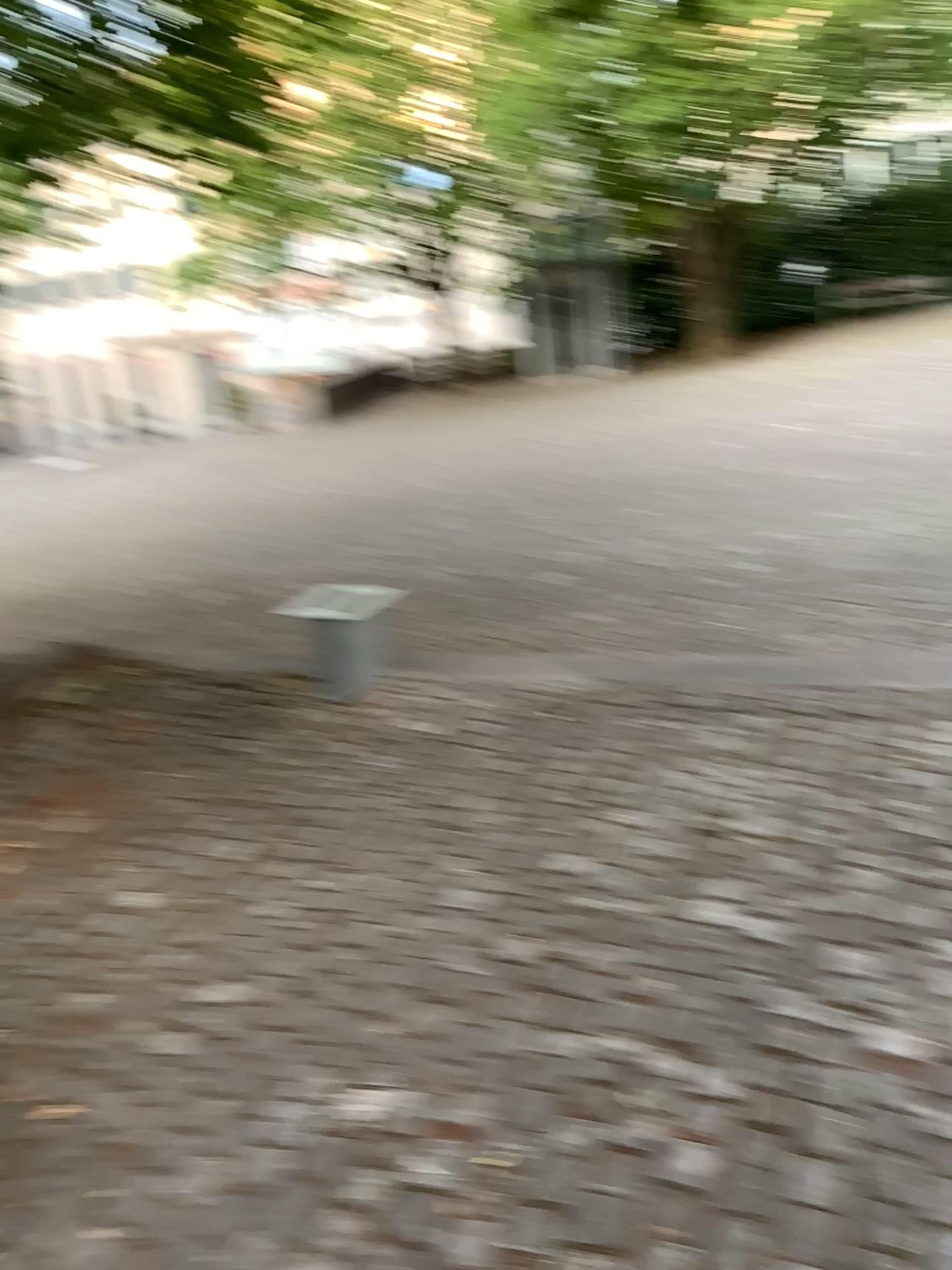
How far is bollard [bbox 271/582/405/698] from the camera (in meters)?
4.26

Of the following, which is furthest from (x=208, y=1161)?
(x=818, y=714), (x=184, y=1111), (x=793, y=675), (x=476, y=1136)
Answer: (x=793, y=675)

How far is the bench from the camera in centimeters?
426cm

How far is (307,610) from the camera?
4.3 meters

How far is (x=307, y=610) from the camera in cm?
426
